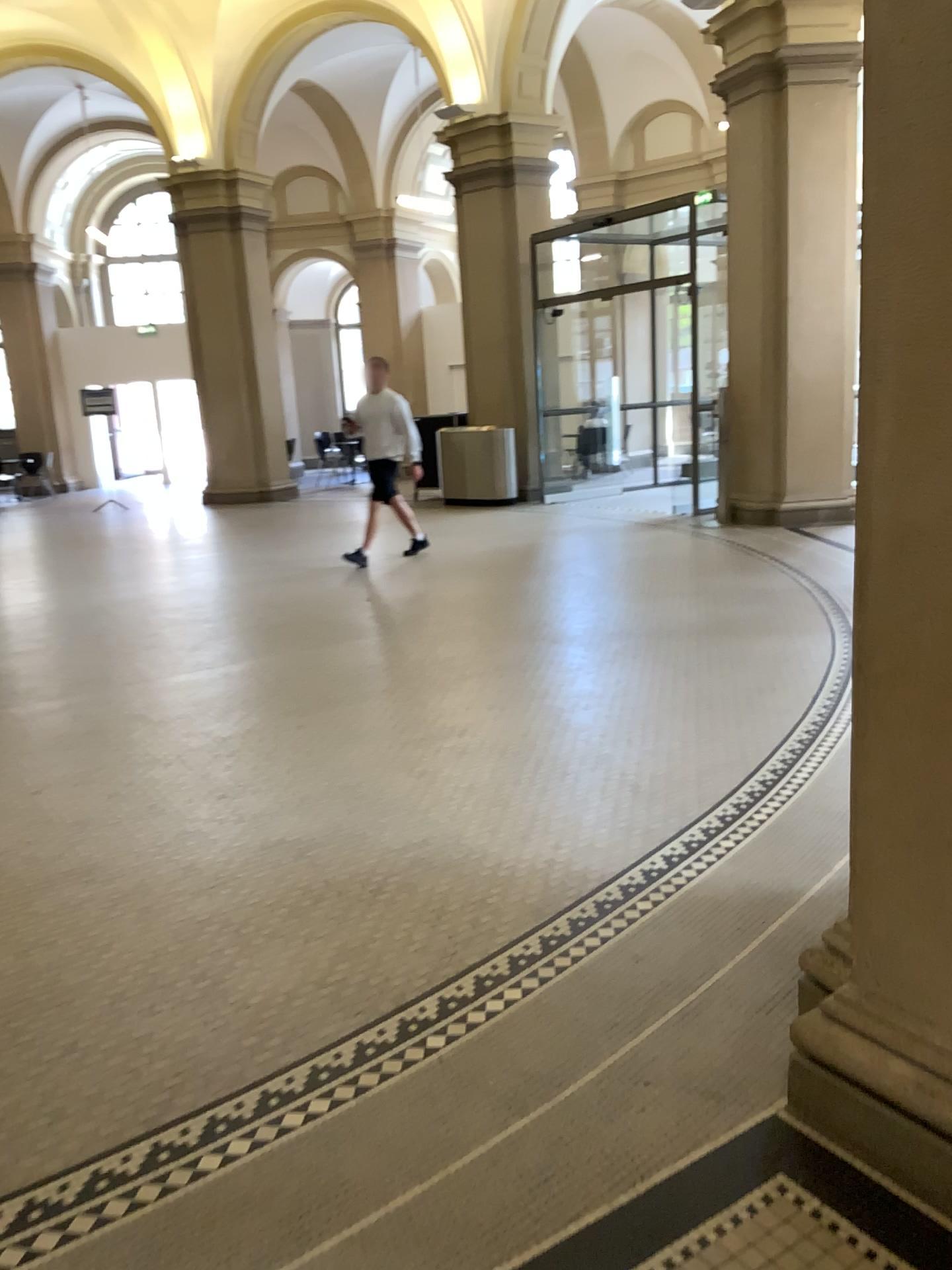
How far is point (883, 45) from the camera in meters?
1.7 m

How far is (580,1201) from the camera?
1.9 meters

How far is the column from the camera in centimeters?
166cm
